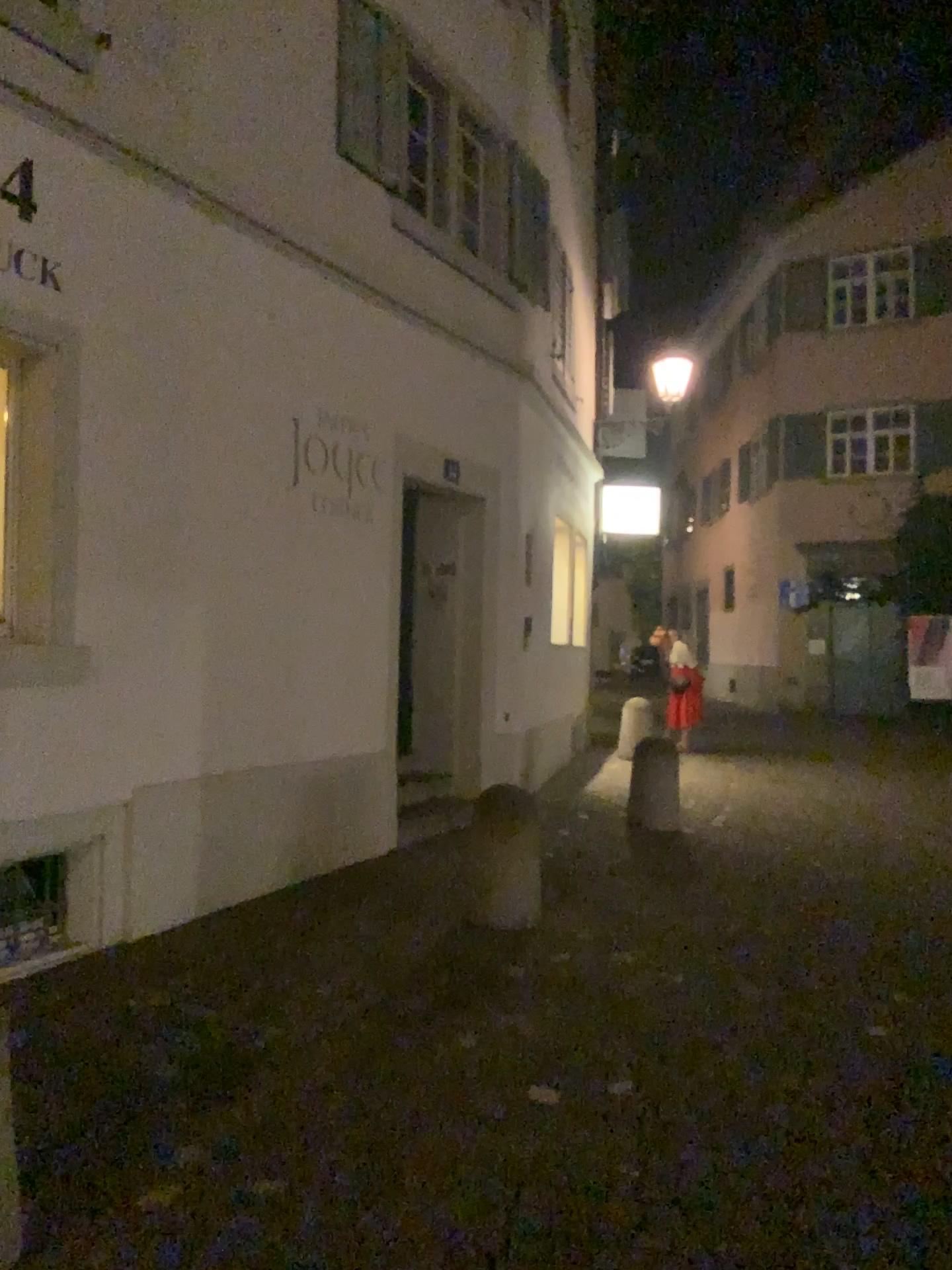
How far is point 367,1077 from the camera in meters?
3.4 m
